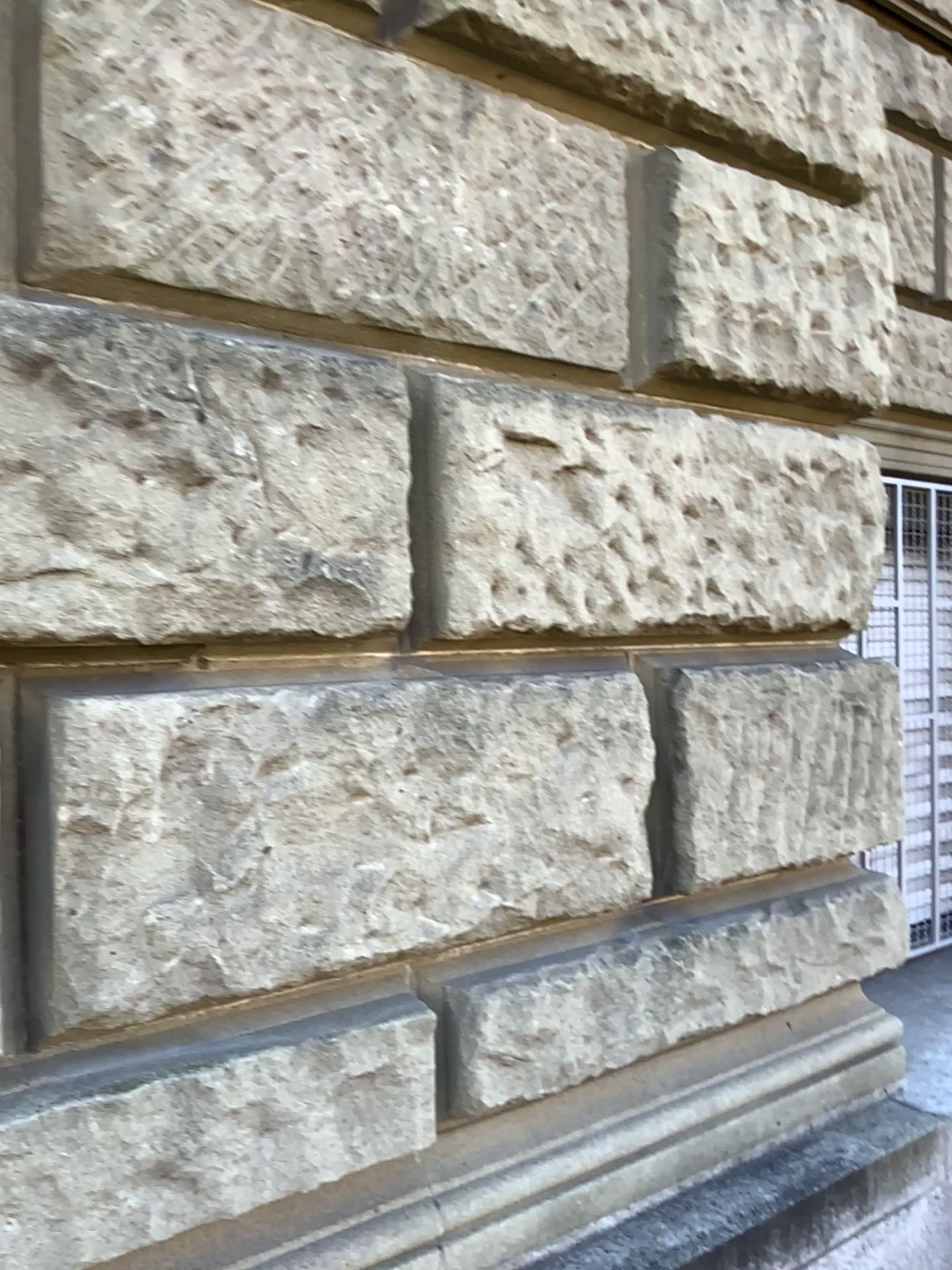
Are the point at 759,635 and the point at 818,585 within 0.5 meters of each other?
yes
